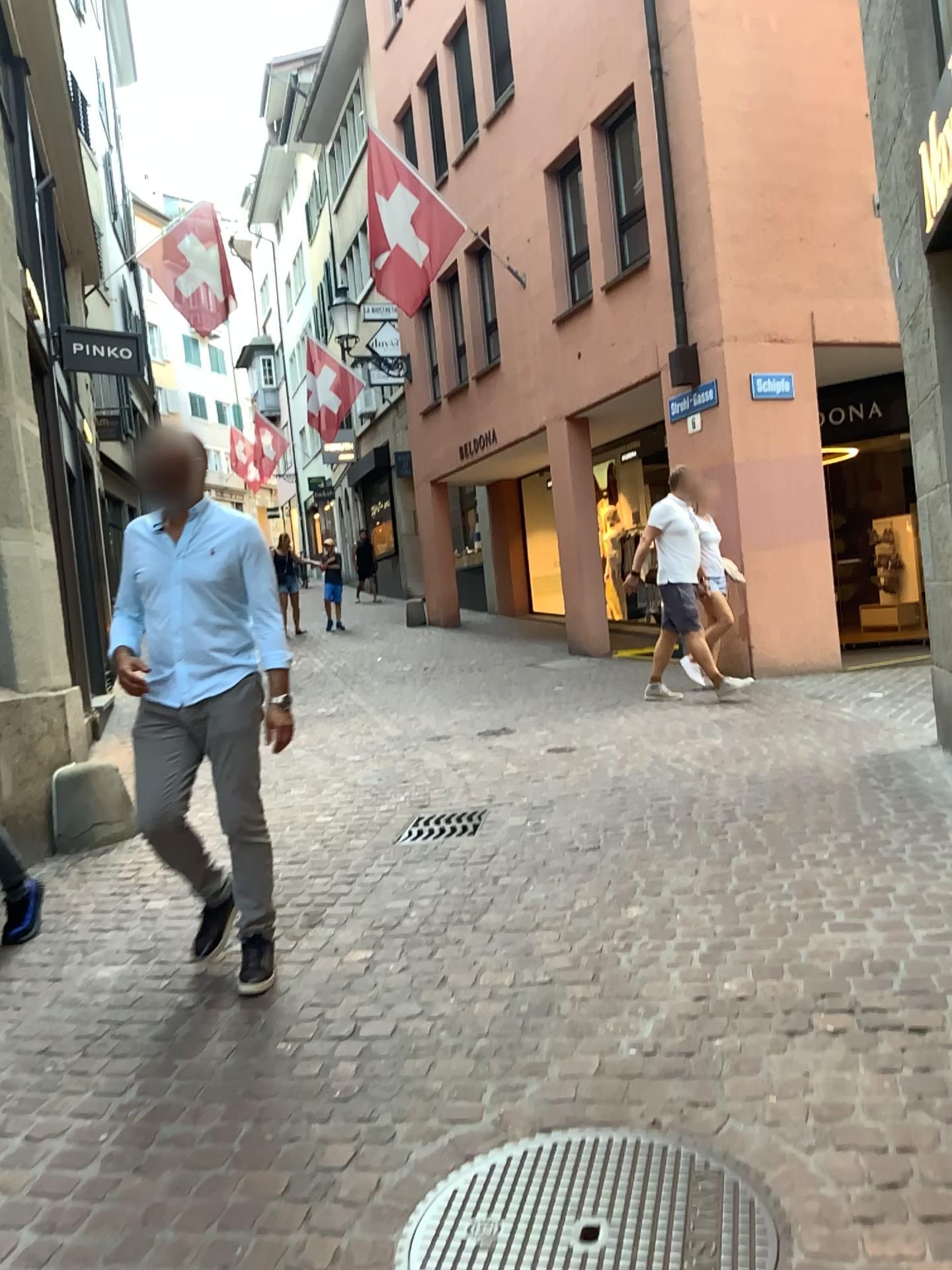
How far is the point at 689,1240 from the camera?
1.9 meters

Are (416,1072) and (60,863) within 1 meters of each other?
no

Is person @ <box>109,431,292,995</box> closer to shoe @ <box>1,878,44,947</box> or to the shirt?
the shirt

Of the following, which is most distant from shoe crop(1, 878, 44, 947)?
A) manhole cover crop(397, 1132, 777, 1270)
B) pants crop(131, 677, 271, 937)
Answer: manhole cover crop(397, 1132, 777, 1270)

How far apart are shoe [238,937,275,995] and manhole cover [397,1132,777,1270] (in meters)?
1.29

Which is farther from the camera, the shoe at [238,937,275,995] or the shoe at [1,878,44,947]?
the shoe at [1,878,44,947]

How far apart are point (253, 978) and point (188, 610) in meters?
1.2

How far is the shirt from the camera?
3.4m

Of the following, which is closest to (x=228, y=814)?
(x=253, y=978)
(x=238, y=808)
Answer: (x=238, y=808)

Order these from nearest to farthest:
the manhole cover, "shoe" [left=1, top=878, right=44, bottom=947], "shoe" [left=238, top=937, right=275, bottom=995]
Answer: the manhole cover < "shoe" [left=238, top=937, right=275, bottom=995] < "shoe" [left=1, top=878, right=44, bottom=947]
